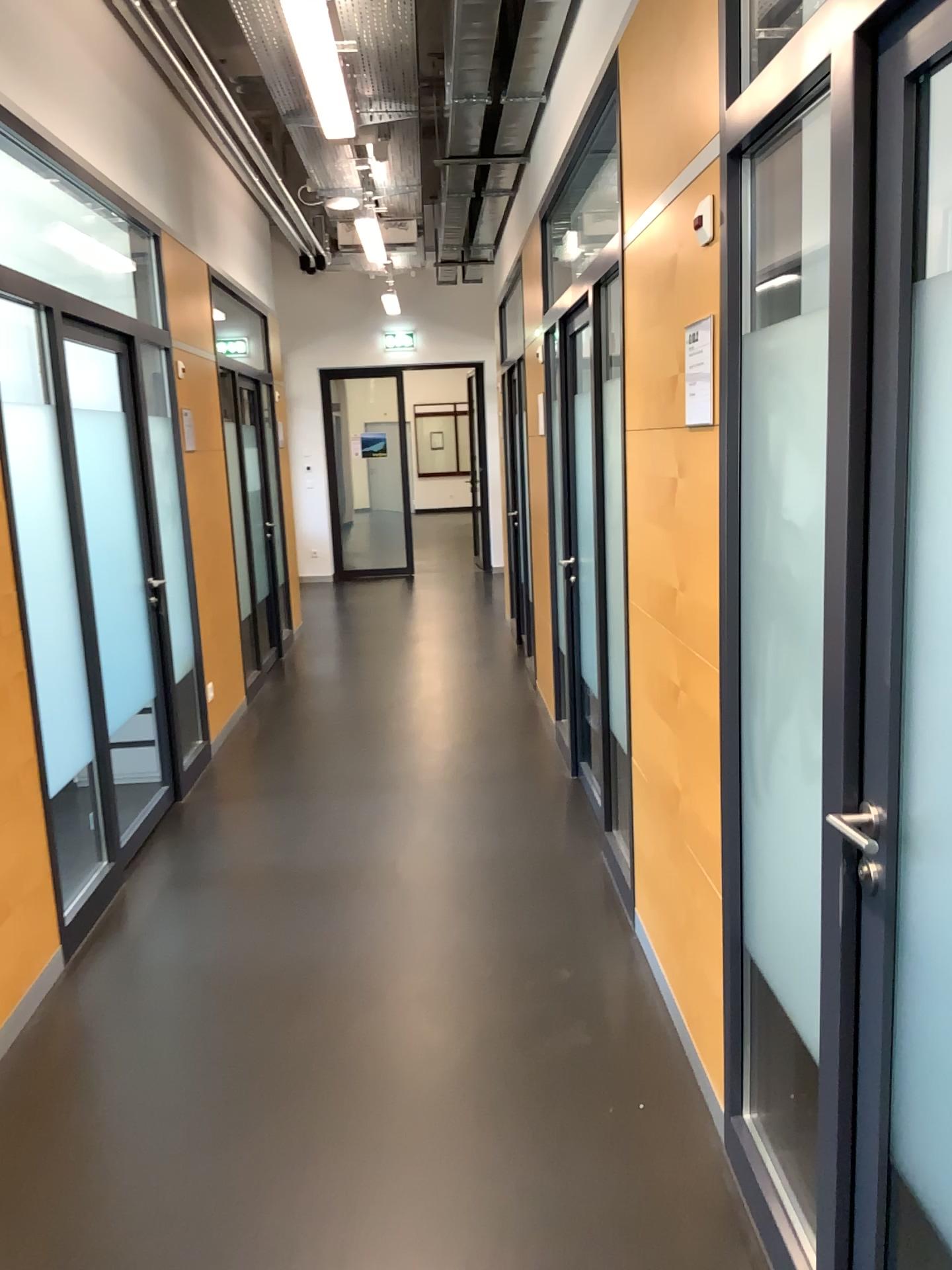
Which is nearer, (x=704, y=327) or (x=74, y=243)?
(x=704, y=327)

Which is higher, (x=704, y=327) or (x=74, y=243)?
(x=74, y=243)

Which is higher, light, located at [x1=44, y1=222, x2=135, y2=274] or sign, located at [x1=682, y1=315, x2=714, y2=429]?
light, located at [x1=44, y1=222, x2=135, y2=274]

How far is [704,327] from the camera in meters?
2.1

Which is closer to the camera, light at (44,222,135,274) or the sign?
the sign

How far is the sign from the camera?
2.1 meters

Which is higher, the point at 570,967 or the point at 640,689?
the point at 640,689
